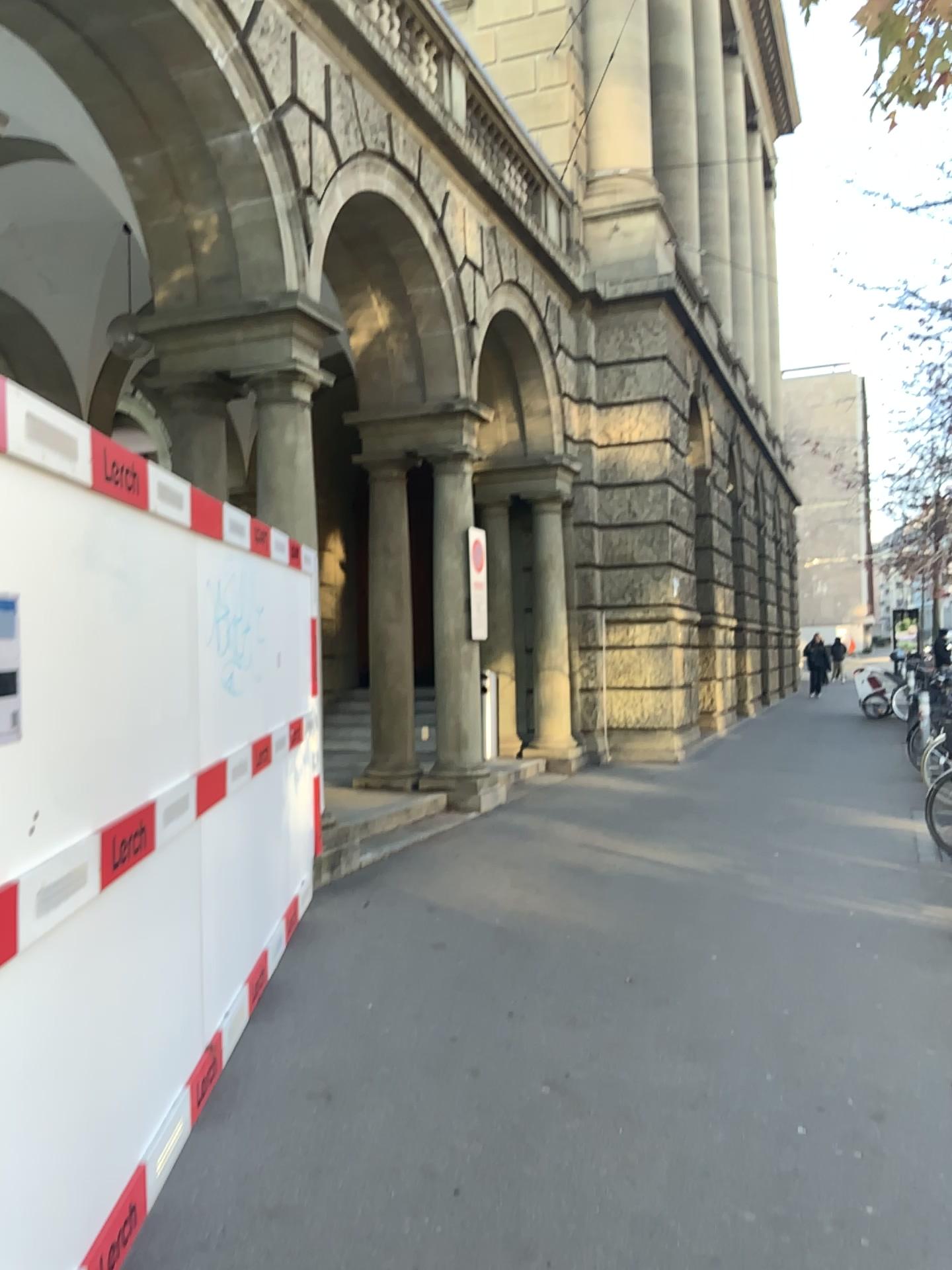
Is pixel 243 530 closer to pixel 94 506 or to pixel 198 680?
pixel 198 680
